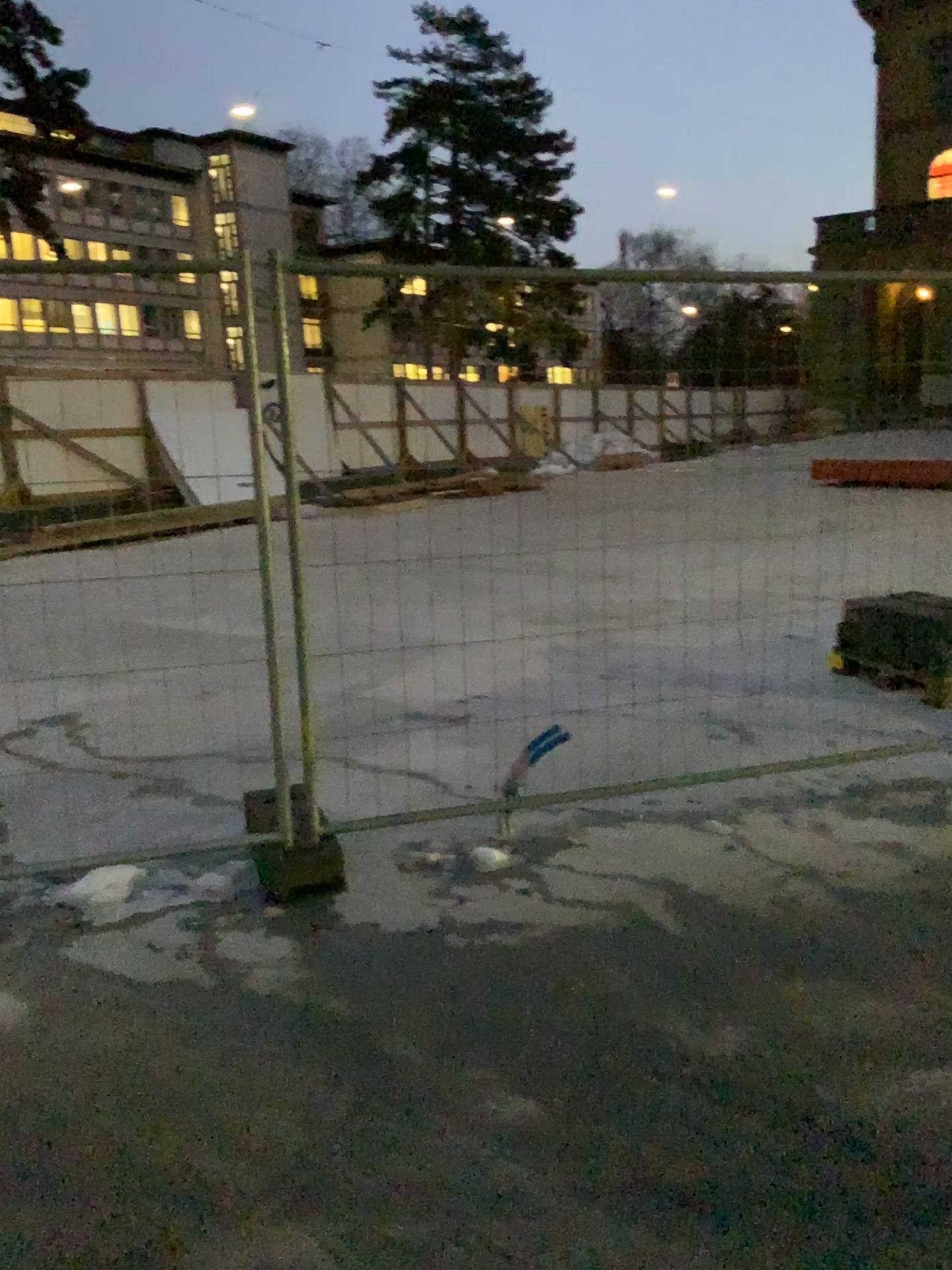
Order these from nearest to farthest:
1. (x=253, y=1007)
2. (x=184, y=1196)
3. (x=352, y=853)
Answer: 1. (x=184, y=1196)
2. (x=253, y=1007)
3. (x=352, y=853)
